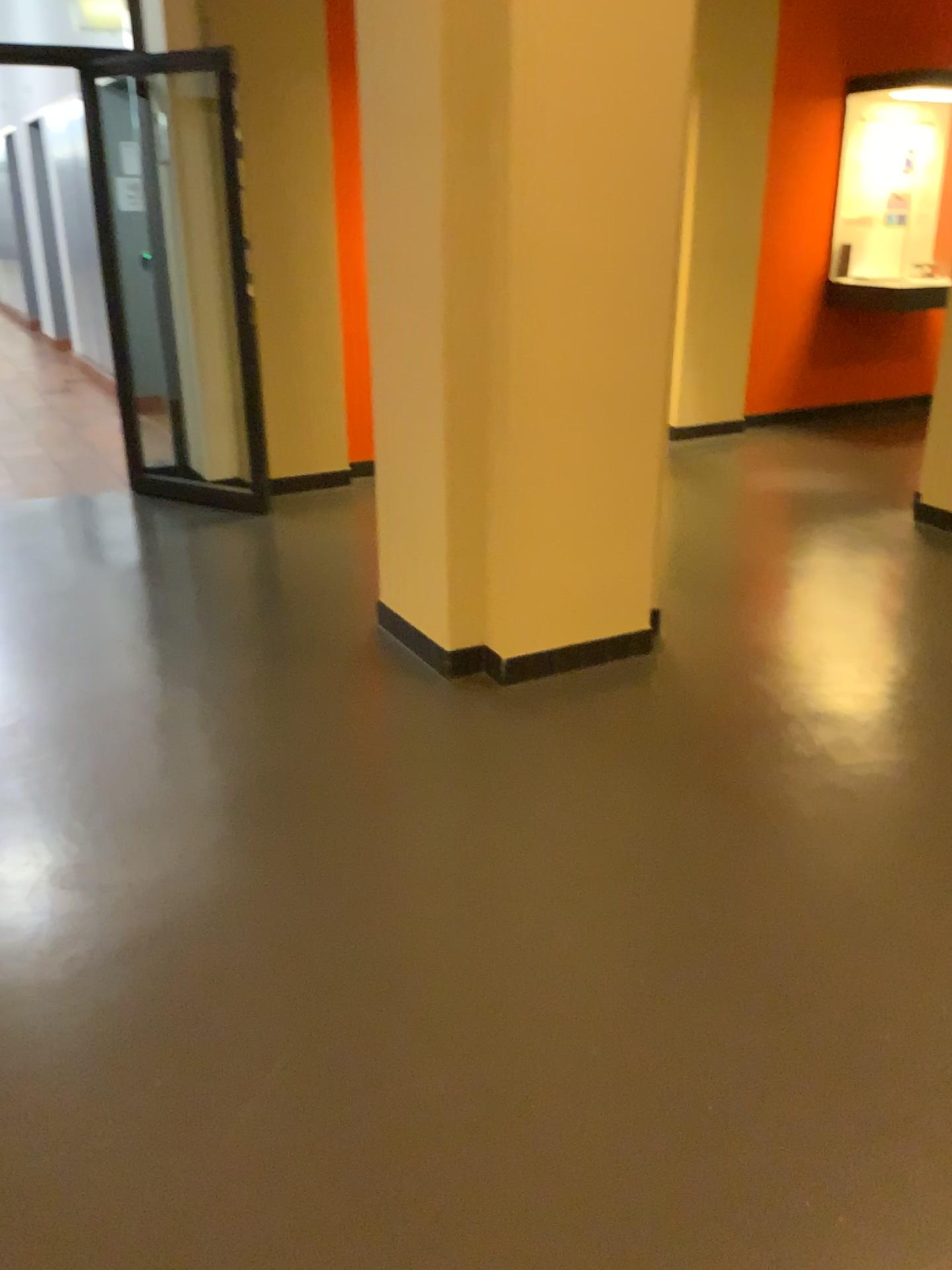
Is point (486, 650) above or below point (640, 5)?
below

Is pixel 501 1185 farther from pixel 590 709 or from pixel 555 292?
pixel 555 292

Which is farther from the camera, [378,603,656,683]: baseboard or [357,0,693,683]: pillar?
[378,603,656,683]: baseboard

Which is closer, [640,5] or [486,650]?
[640,5]
